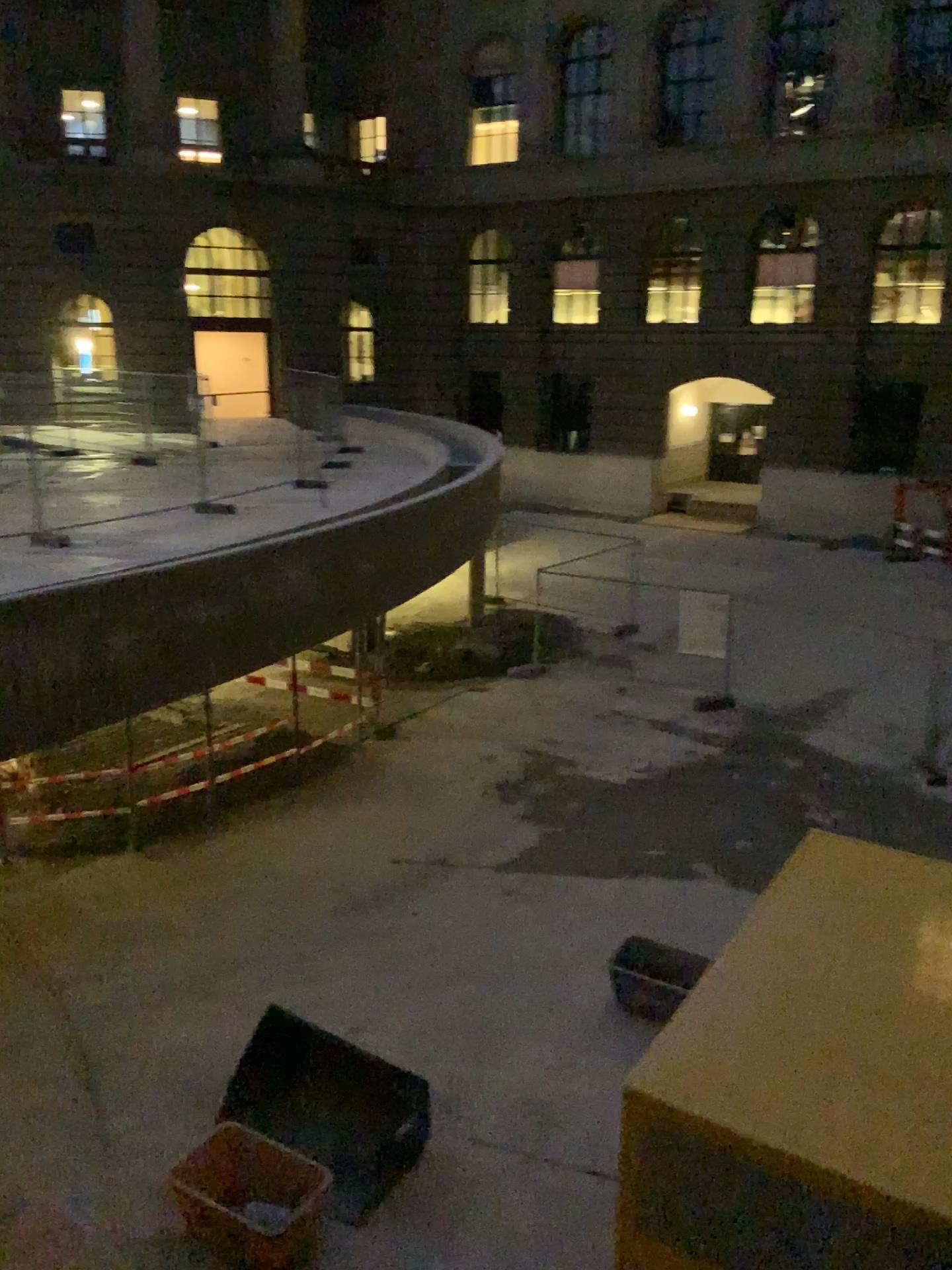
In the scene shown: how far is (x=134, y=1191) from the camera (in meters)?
0.67
